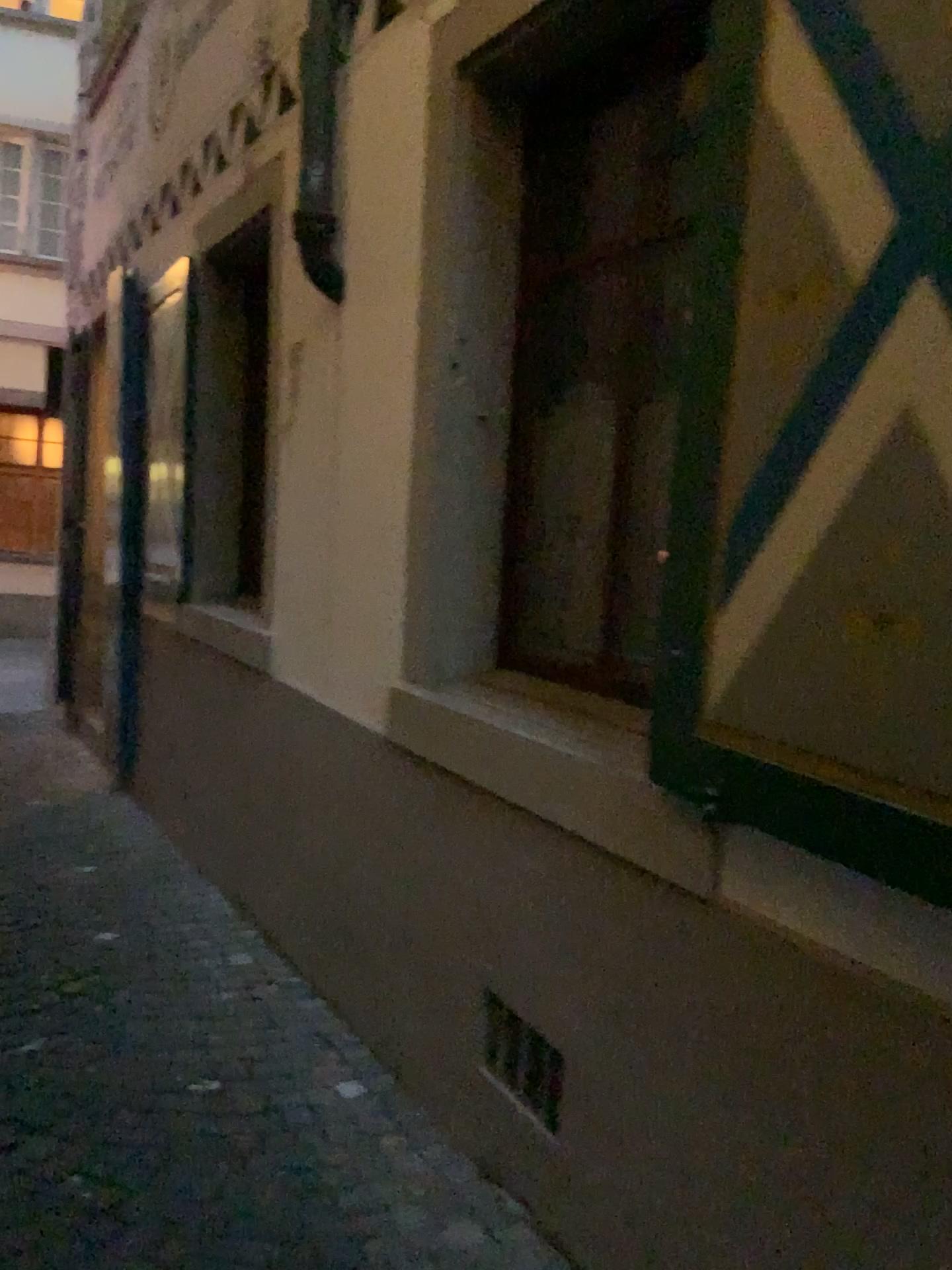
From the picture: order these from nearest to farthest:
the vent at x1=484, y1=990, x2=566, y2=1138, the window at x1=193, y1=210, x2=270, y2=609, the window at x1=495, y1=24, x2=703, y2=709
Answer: the vent at x1=484, y1=990, x2=566, y2=1138 < the window at x1=495, y1=24, x2=703, y2=709 < the window at x1=193, y1=210, x2=270, y2=609

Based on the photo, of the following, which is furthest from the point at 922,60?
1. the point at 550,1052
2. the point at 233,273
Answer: the point at 233,273

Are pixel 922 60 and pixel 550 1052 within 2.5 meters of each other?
yes

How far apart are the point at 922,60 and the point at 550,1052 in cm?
184

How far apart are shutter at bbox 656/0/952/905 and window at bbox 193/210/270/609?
3.0m

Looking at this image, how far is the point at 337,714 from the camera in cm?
316

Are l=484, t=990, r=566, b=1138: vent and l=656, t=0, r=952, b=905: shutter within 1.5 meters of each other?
yes

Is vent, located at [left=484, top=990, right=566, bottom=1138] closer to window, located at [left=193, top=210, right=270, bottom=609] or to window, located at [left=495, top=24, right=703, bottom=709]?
window, located at [left=495, top=24, right=703, bottom=709]

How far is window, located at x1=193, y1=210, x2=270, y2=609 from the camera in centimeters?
452cm

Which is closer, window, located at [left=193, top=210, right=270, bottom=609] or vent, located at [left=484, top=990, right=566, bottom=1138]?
vent, located at [left=484, top=990, right=566, bottom=1138]
